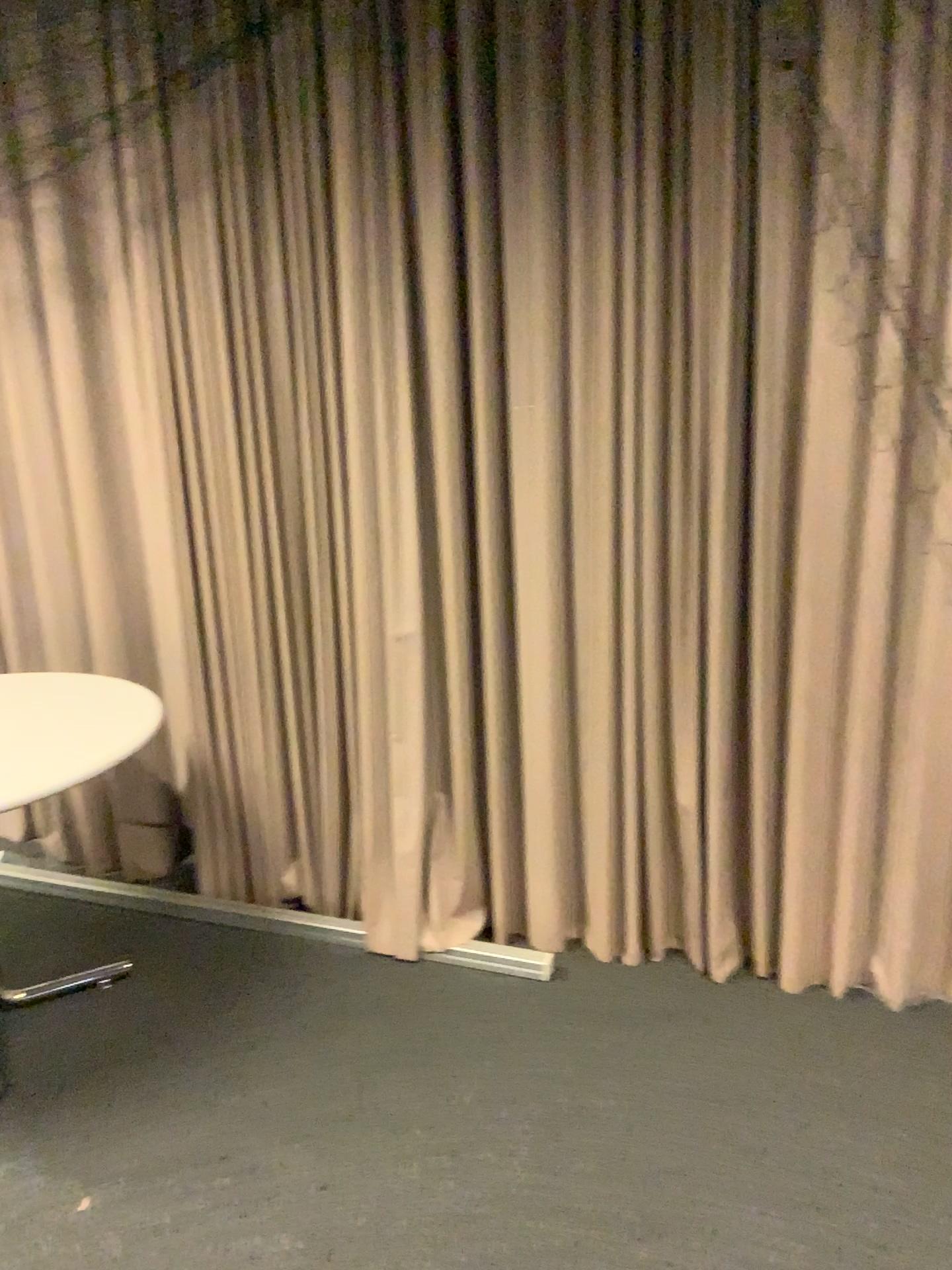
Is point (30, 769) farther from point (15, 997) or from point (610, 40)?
point (610, 40)

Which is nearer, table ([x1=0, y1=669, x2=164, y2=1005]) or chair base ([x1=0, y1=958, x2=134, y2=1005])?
table ([x1=0, y1=669, x2=164, y2=1005])

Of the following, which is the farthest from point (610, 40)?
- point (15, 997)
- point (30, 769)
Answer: point (15, 997)

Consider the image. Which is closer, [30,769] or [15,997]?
[30,769]

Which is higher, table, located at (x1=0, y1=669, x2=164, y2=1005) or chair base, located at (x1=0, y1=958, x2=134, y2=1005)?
table, located at (x1=0, y1=669, x2=164, y2=1005)

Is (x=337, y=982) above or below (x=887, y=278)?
below
